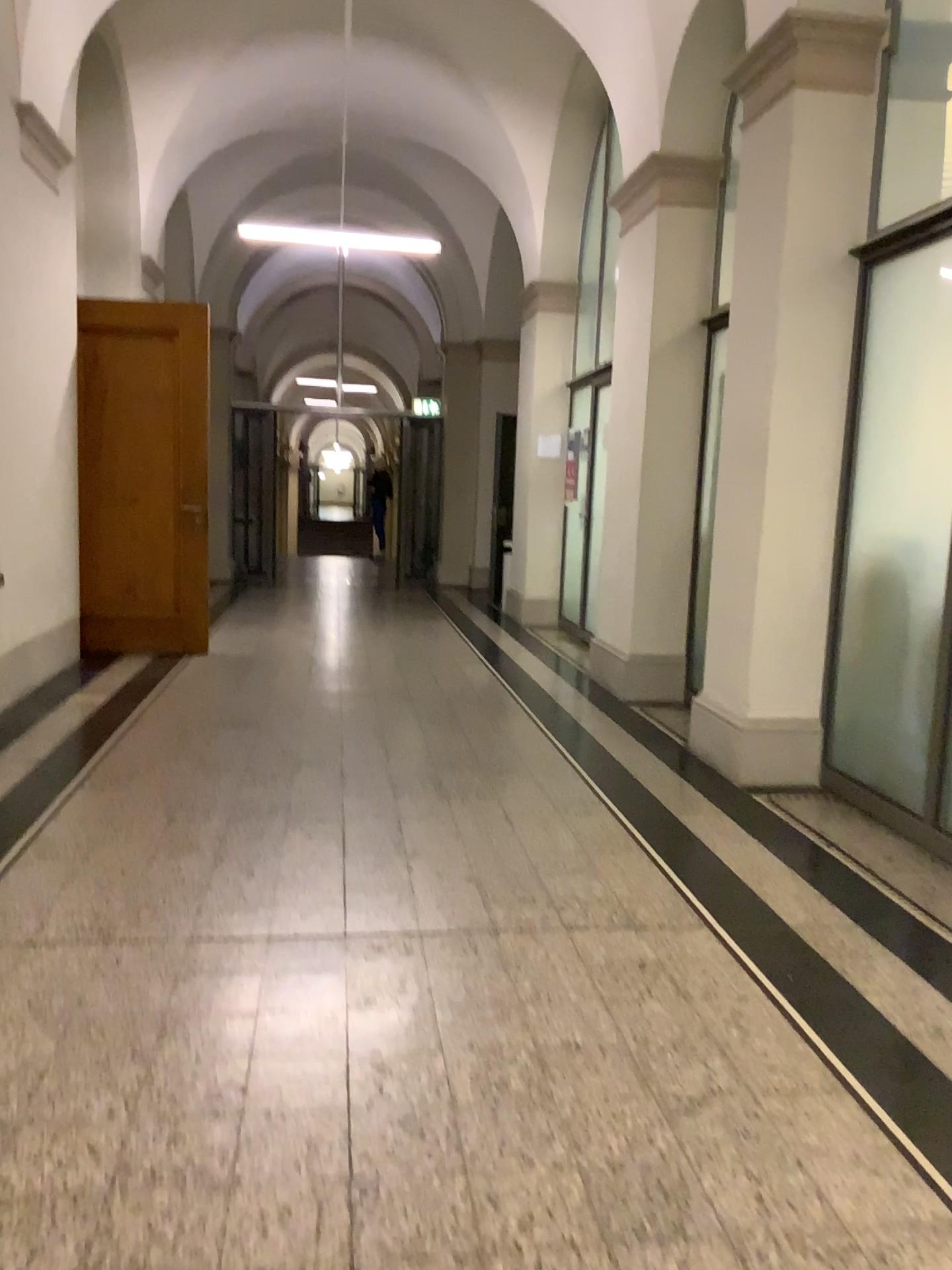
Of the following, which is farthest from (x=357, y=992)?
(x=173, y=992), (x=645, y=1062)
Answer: (x=645, y=1062)
